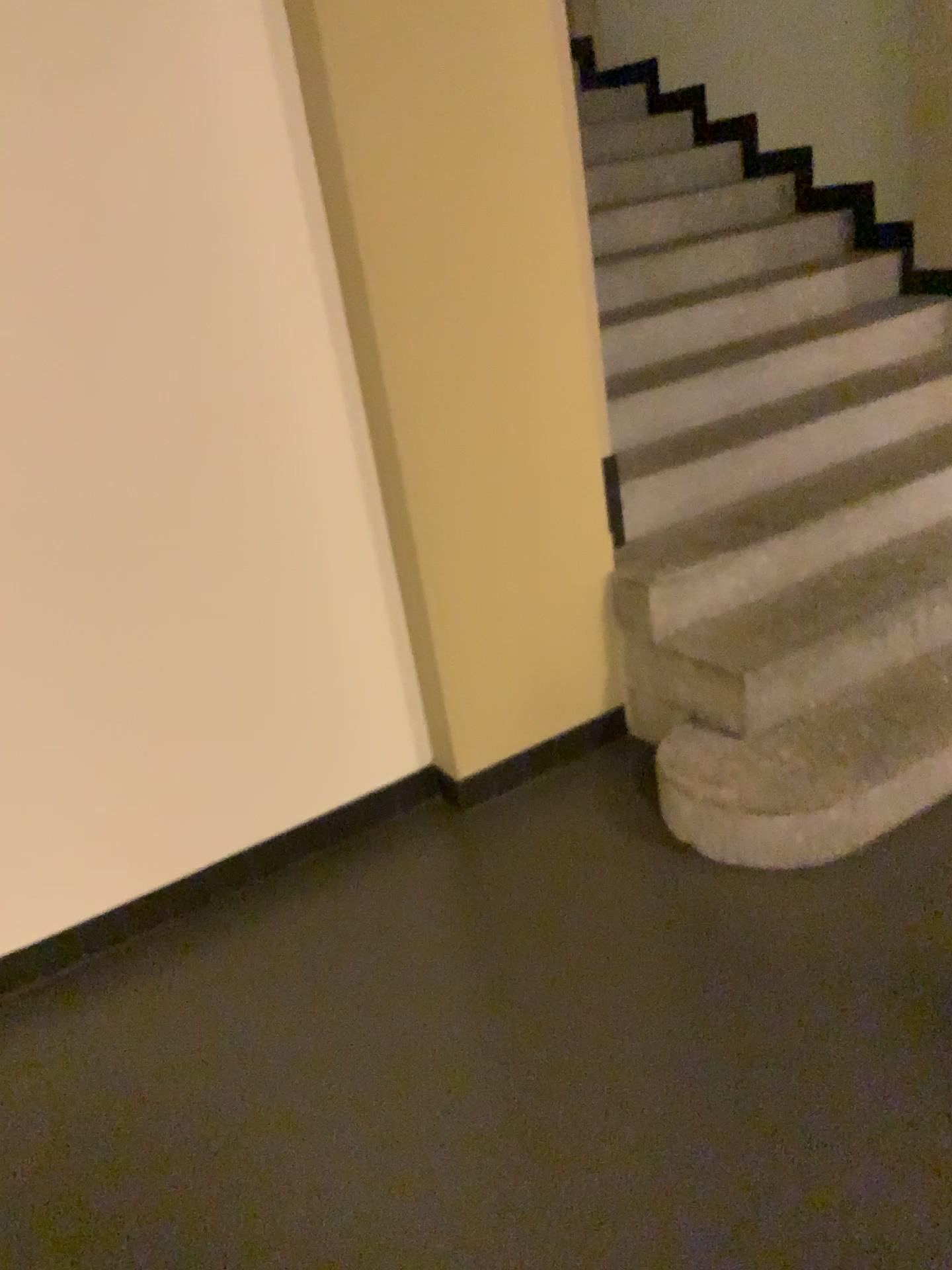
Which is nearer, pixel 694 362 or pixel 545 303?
pixel 545 303
